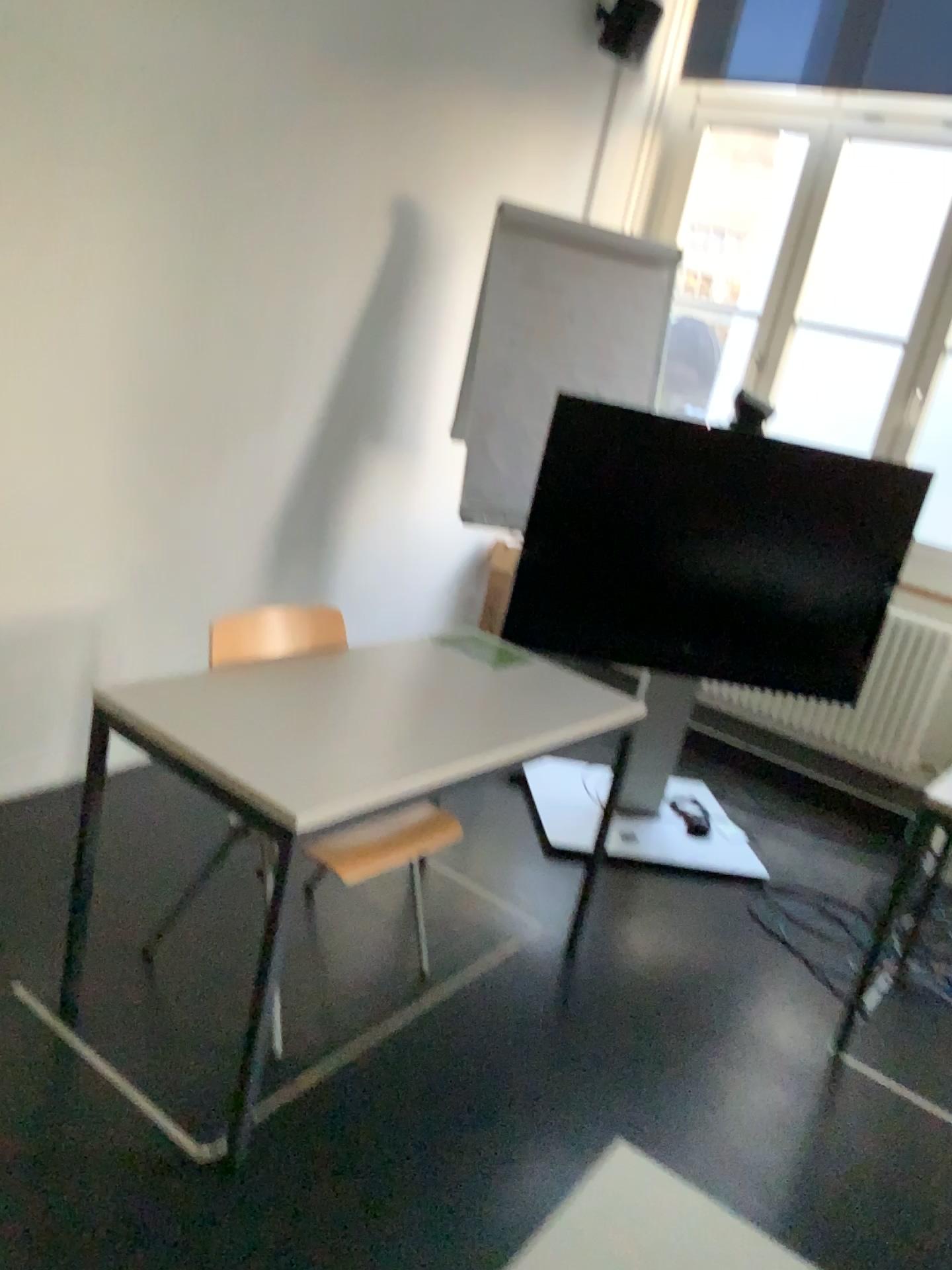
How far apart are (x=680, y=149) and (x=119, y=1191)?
4.5m

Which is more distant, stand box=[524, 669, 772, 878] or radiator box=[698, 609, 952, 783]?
radiator box=[698, 609, 952, 783]

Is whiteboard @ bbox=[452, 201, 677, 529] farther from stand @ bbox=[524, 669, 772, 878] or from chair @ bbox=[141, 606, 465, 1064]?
chair @ bbox=[141, 606, 465, 1064]

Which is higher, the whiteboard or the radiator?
the whiteboard

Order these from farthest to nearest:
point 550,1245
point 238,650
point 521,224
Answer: point 521,224 → point 238,650 → point 550,1245

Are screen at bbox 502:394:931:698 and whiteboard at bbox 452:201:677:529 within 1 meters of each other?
yes

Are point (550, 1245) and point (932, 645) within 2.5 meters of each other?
no

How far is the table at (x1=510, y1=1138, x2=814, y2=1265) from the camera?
1.02m

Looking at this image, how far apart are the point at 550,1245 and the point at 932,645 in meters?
3.6 m

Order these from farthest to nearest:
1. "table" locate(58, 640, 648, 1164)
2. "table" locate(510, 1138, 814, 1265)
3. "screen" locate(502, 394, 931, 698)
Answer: "screen" locate(502, 394, 931, 698) → "table" locate(58, 640, 648, 1164) → "table" locate(510, 1138, 814, 1265)
